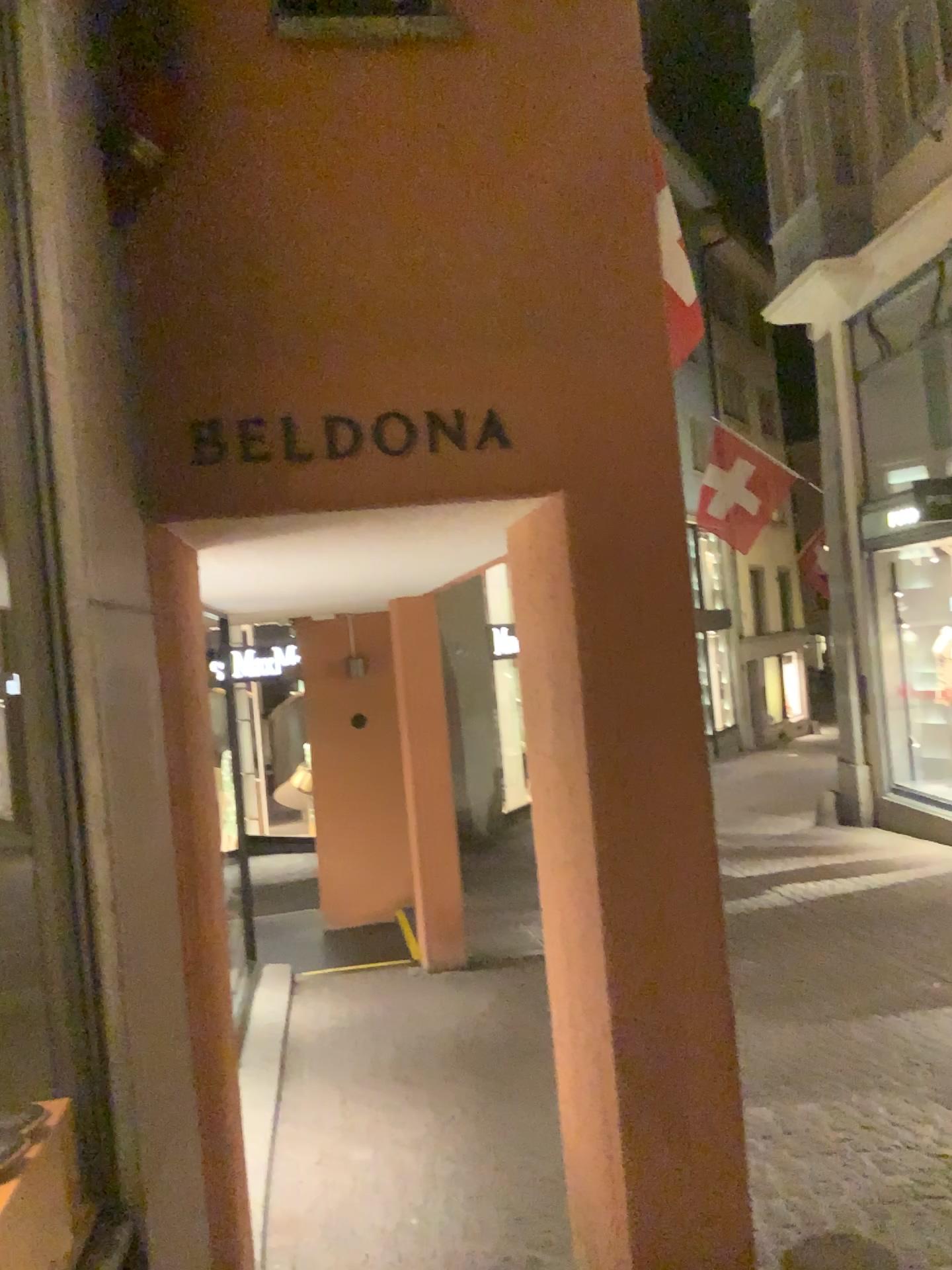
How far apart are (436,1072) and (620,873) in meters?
2.9 m

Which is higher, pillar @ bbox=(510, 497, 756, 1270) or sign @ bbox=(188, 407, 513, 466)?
sign @ bbox=(188, 407, 513, 466)

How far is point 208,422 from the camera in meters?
2.3

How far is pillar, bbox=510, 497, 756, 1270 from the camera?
2.41m

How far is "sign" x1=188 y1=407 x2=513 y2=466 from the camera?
2.3m

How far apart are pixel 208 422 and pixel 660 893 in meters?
1.5 m

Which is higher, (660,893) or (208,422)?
(208,422)
